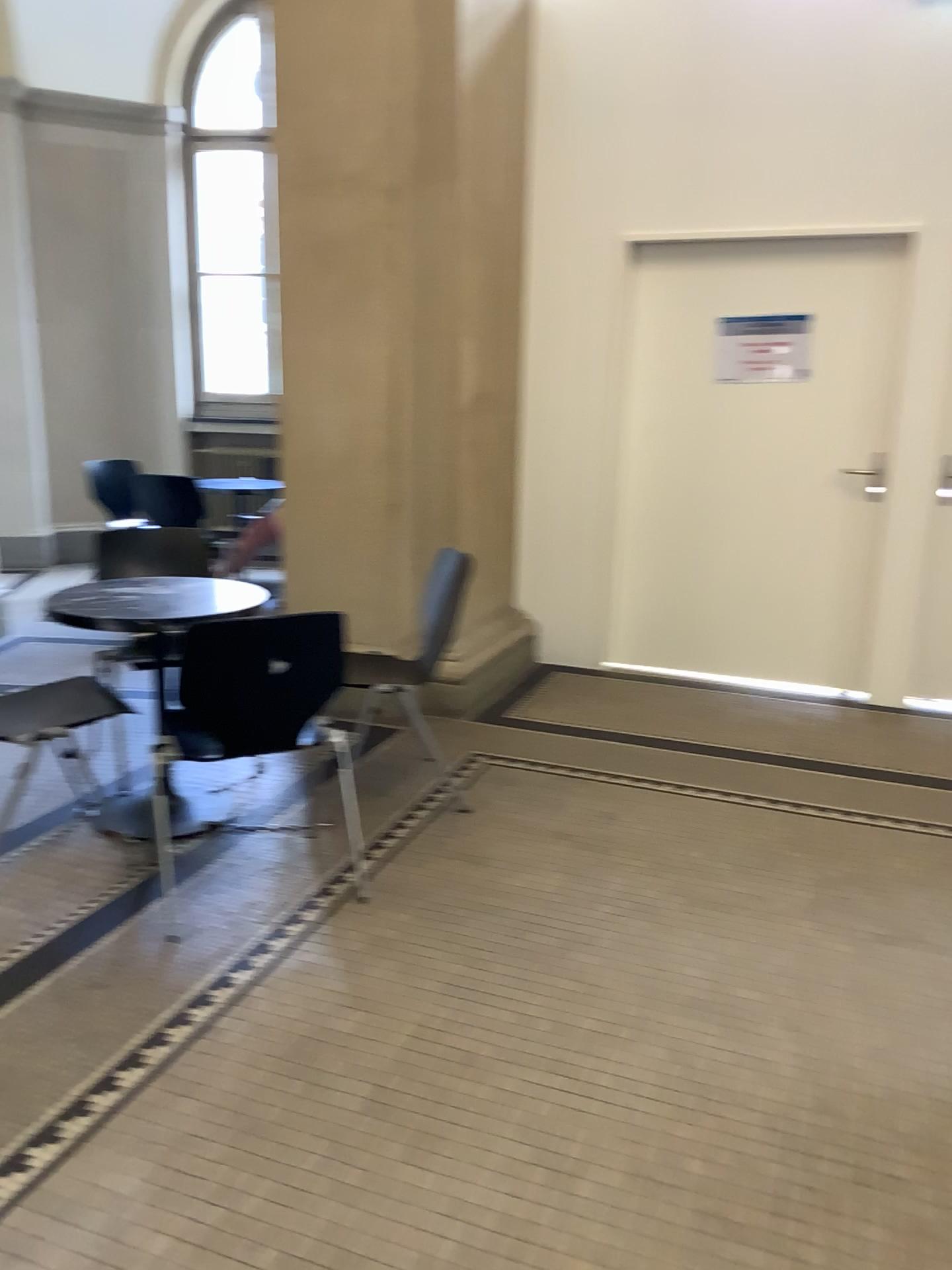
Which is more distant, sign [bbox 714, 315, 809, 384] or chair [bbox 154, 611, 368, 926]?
sign [bbox 714, 315, 809, 384]

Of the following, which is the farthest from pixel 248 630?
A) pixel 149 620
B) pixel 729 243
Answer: pixel 729 243

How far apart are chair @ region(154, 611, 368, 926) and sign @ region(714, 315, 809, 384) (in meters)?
2.76

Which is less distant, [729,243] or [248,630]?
[248,630]

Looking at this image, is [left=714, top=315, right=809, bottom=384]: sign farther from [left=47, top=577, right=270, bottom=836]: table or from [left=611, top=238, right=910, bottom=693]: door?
[left=47, top=577, right=270, bottom=836]: table

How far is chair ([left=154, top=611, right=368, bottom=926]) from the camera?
2.55m

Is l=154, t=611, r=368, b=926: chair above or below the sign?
below

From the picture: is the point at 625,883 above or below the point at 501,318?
below

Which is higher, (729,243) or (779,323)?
(729,243)

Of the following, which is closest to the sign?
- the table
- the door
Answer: the door
